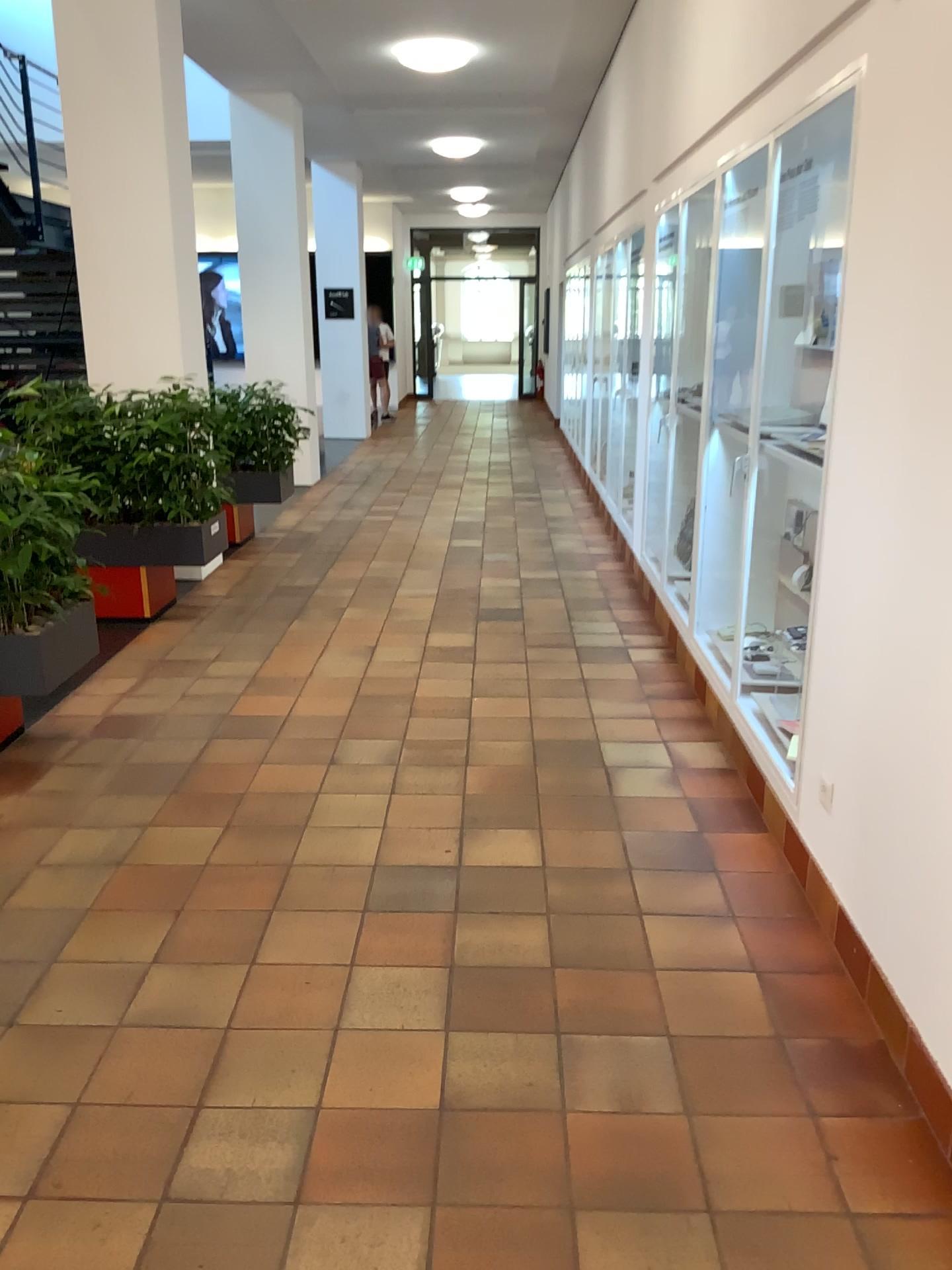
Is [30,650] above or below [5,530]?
below

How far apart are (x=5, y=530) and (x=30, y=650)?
0.4 meters

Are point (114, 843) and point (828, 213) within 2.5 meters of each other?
no

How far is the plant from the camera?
3.5m

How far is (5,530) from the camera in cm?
353

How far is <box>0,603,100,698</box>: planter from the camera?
3.7 meters
